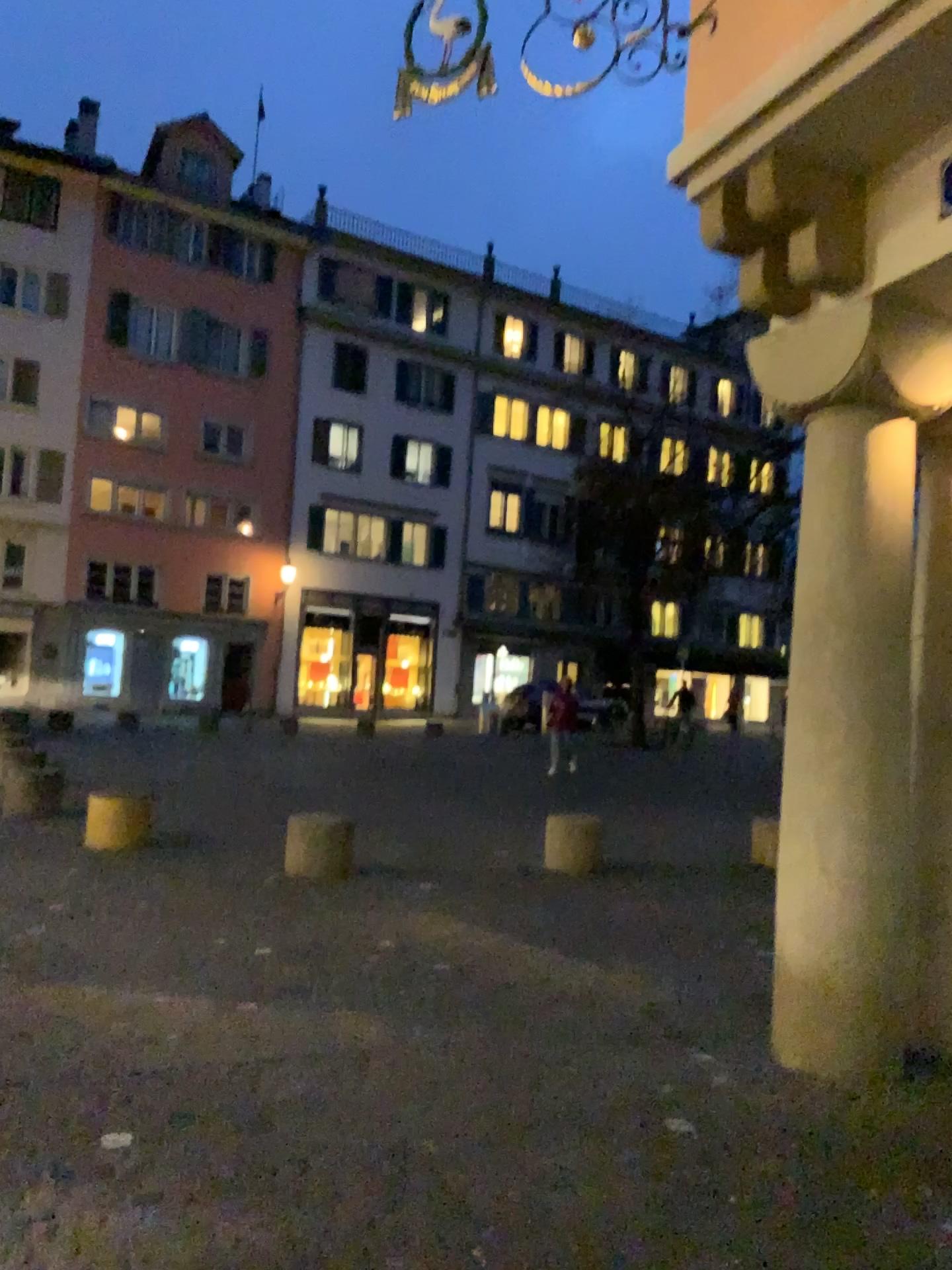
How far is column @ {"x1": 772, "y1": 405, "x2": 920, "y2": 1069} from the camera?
4.15m

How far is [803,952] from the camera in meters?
4.1

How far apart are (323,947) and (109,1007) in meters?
1.3 m
